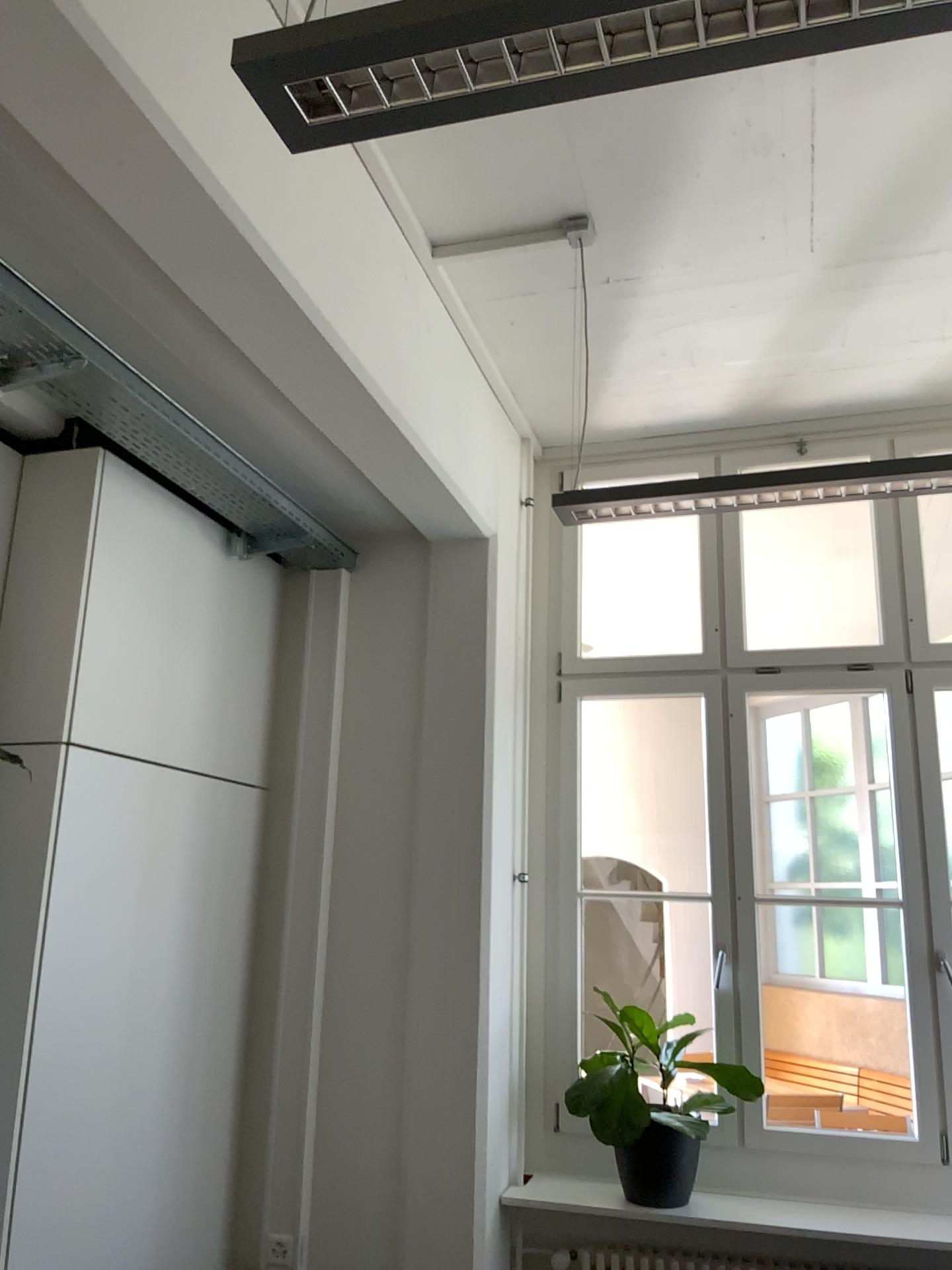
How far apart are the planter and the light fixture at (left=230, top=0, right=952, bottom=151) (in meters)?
2.99

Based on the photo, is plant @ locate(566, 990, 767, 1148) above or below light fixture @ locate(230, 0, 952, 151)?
below

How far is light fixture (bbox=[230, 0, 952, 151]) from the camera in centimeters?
109cm

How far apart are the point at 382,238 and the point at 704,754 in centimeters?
212cm

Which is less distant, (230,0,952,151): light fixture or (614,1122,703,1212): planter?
(230,0,952,151): light fixture

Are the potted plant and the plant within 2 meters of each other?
yes

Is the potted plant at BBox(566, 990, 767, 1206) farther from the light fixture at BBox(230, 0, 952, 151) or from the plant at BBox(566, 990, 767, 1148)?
the light fixture at BBox(230, 0, 952, 151)

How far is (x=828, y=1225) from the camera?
3.2 meters

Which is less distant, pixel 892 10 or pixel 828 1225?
pixel 892 10

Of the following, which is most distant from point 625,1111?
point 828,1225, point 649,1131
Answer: point 828,1225
